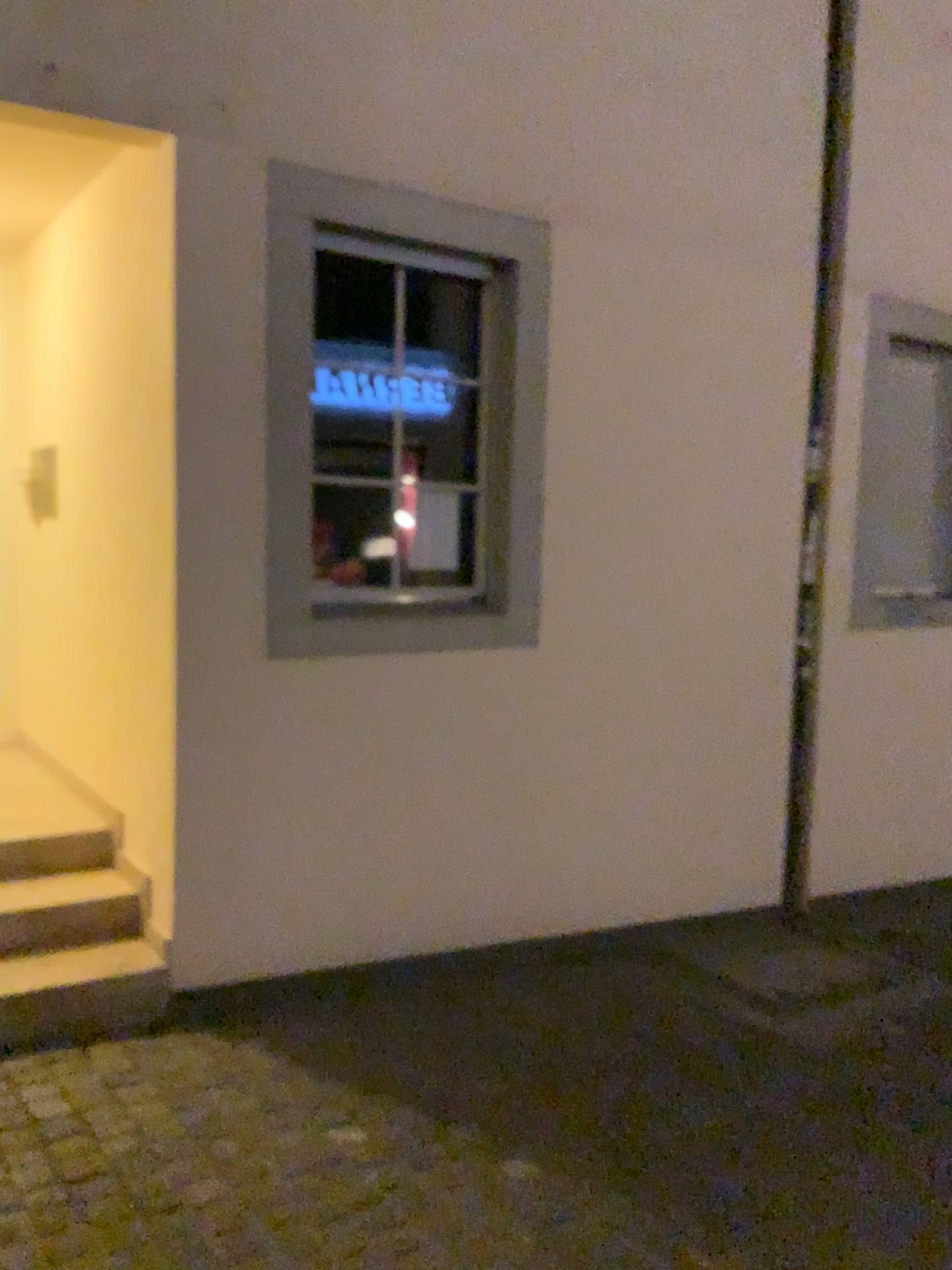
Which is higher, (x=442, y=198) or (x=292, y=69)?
(x=292, y=69)

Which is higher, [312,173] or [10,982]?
[312,173]

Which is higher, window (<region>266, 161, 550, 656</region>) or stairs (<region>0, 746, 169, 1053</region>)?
window (<region>266, 161, 550, 656</region>)
